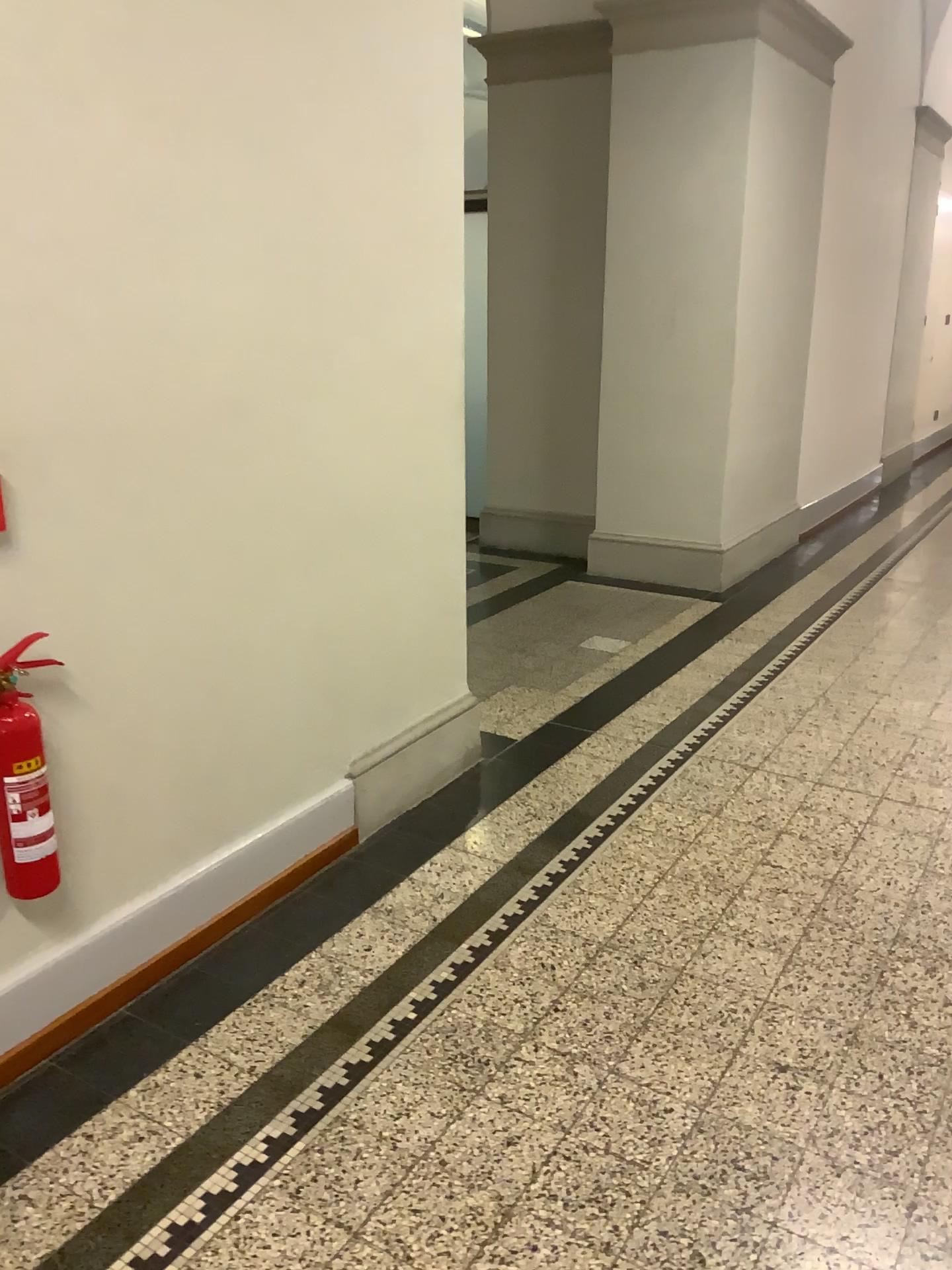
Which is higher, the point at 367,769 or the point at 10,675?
the point at 10,675

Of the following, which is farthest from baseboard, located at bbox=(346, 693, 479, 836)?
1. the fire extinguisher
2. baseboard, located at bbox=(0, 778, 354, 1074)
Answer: the fire extinguisher

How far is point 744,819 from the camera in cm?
325

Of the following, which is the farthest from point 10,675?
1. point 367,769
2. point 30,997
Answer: point 367,769

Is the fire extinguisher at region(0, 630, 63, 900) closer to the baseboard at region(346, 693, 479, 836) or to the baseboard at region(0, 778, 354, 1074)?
the baseboard at region(0, 778, 354, 1074)

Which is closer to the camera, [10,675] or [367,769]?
[10,675]

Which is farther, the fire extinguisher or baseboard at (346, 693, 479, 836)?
baseboard at (346, 693, 479, 836)

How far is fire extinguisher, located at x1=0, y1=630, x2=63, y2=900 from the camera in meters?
2.0
